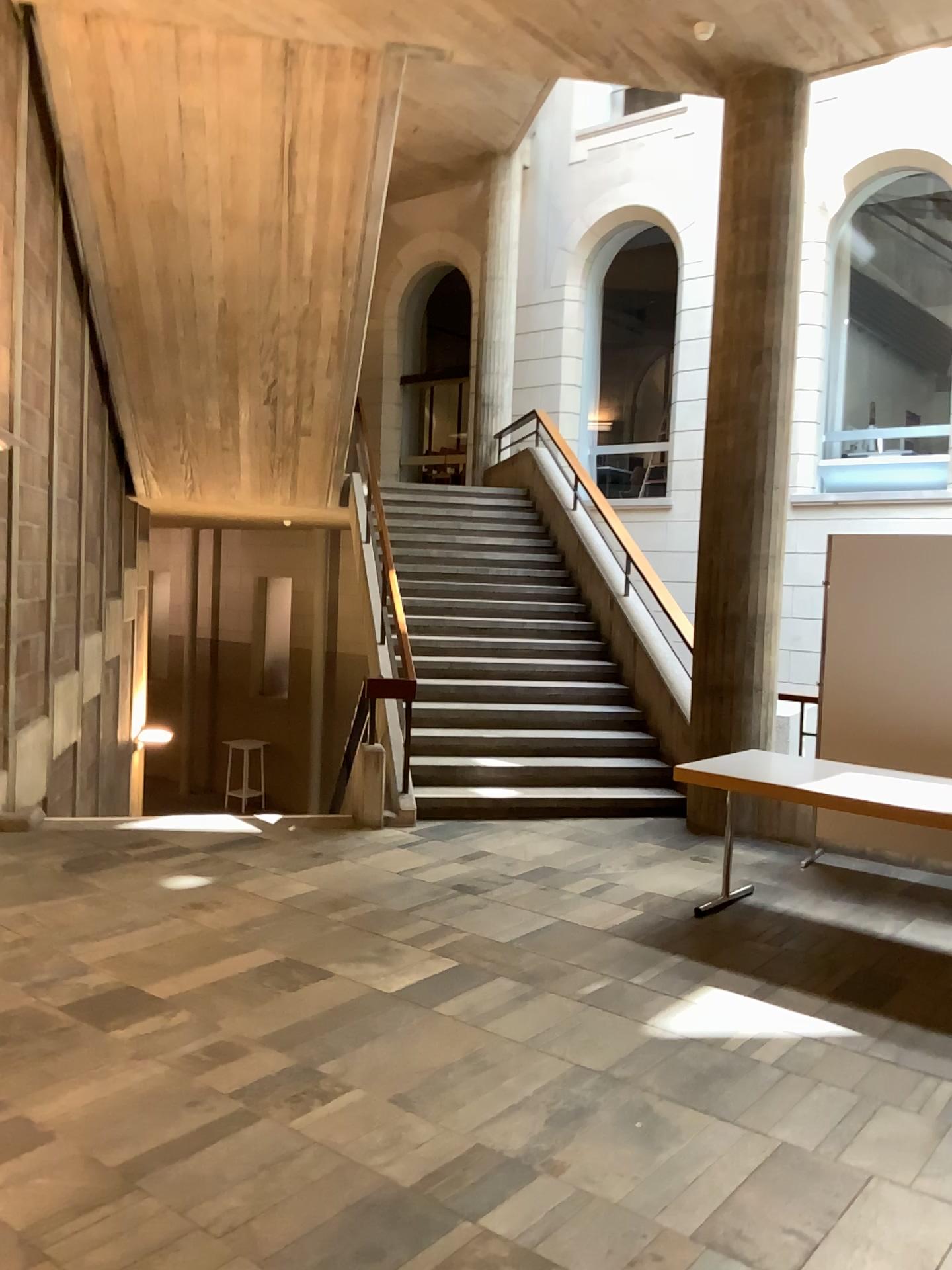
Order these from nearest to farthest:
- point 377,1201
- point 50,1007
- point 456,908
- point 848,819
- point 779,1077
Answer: point 377,1201 → point 779,1077 → point 50,1007 → point 848,819 → point 456,908
